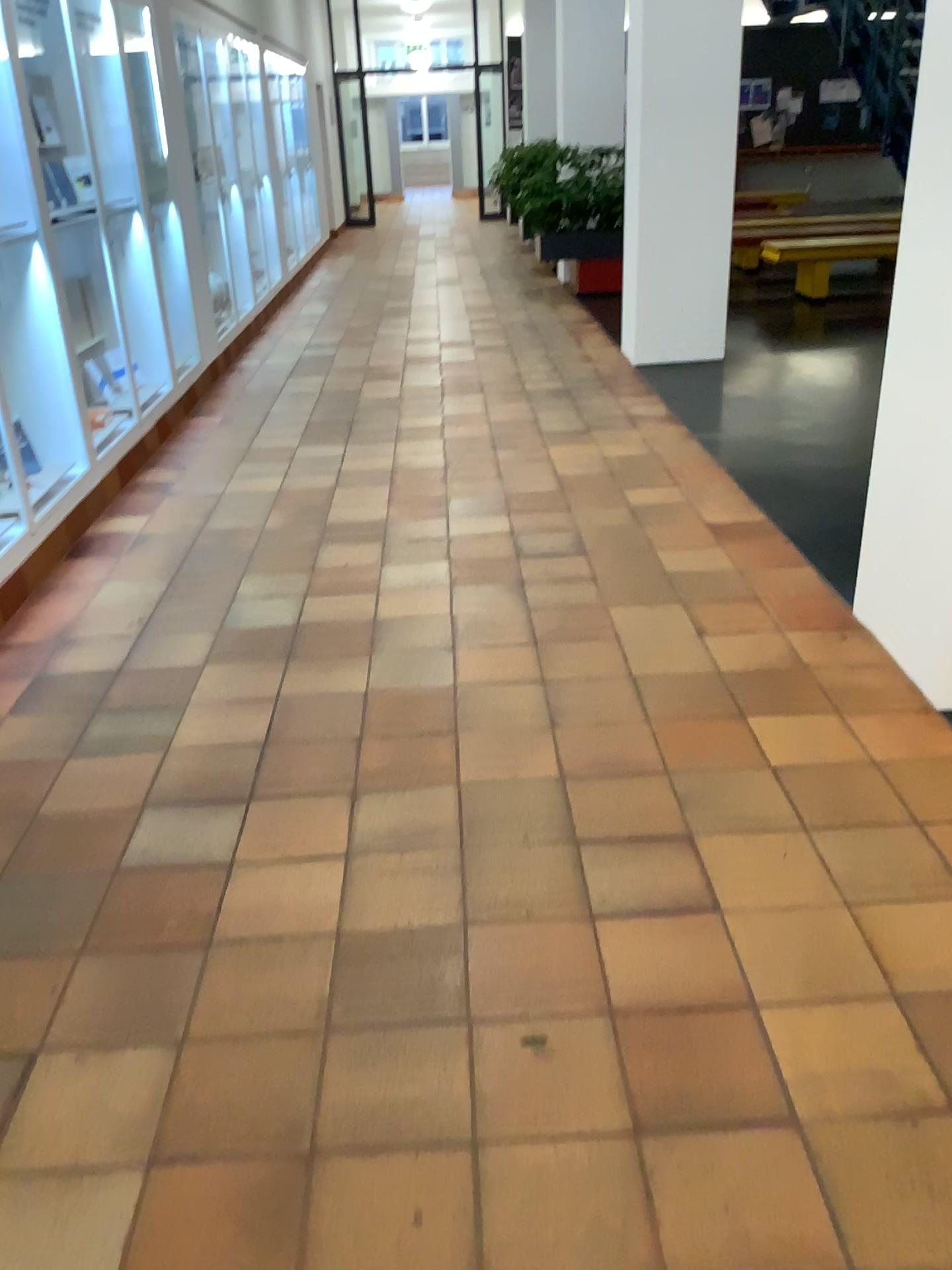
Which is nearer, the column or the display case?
the column

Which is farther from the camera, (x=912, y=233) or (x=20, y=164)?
(x=20, y=164)

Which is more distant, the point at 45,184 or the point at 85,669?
the point at 45,184

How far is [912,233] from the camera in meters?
2.6

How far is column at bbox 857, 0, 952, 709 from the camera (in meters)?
2.64
